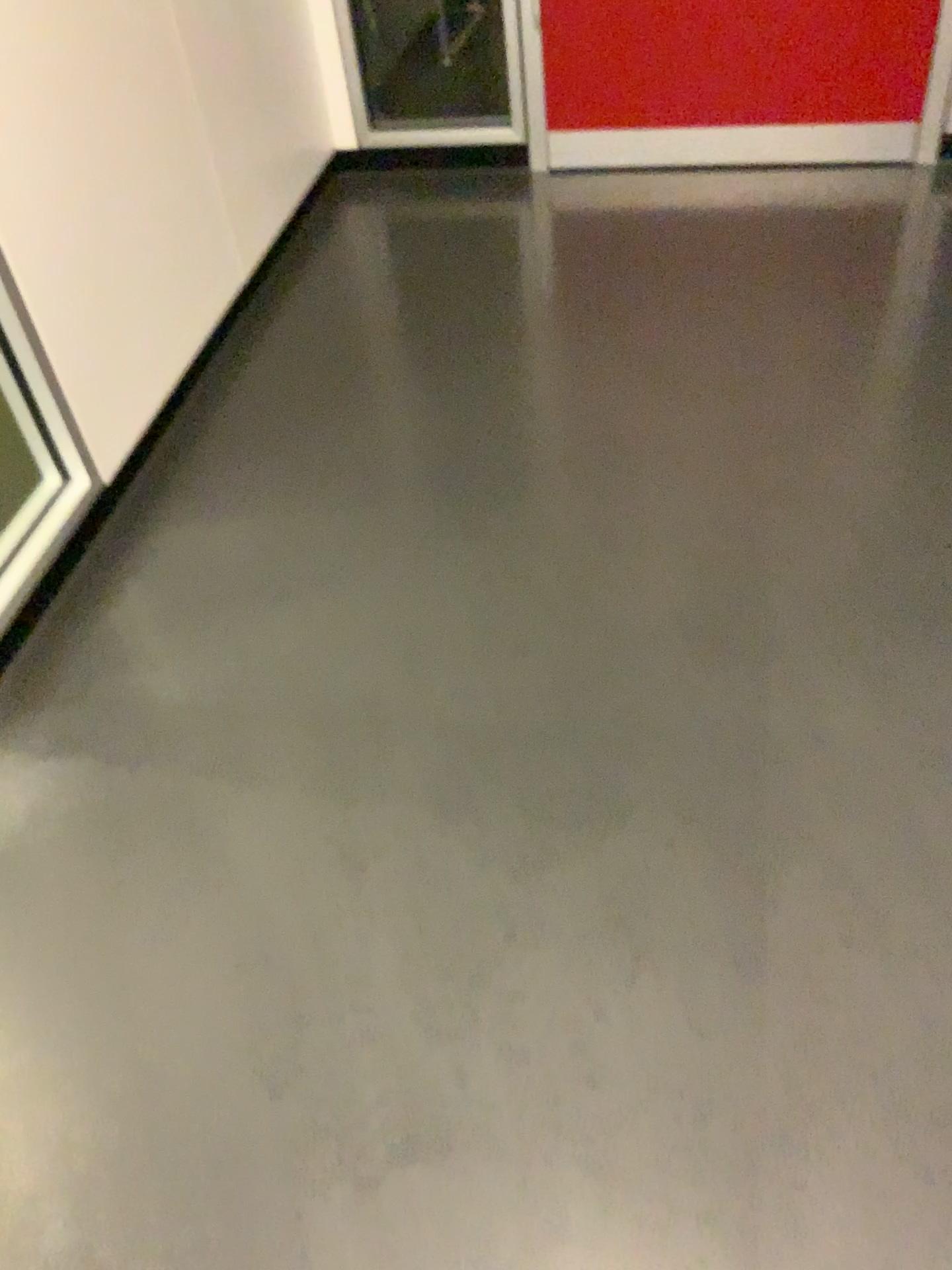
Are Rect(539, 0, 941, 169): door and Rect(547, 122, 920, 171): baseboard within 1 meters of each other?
yes

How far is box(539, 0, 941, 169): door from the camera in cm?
258

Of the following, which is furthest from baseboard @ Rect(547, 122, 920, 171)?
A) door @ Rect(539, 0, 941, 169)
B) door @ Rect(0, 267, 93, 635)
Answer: door @ Rect(0, 267, 93, 635)

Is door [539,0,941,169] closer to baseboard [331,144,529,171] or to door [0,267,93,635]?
baseboard [331,144,529,171]

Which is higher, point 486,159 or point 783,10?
point 783,10

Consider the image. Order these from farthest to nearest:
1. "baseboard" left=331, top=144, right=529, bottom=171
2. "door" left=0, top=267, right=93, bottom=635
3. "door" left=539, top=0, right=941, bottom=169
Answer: "baseboard" left=331, top=144, right=529, bottom=171, "door" left=539, top=0, right=941, bottom=169, "door" left=0, top=267, right=93, bottom=635

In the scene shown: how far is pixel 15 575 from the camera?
1.75m

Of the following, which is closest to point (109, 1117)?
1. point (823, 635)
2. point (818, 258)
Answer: point (823, 635)

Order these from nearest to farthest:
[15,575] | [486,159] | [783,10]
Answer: [15,575] < [783,10] < [486,159]

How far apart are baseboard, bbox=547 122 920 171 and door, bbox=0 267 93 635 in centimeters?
164cm
